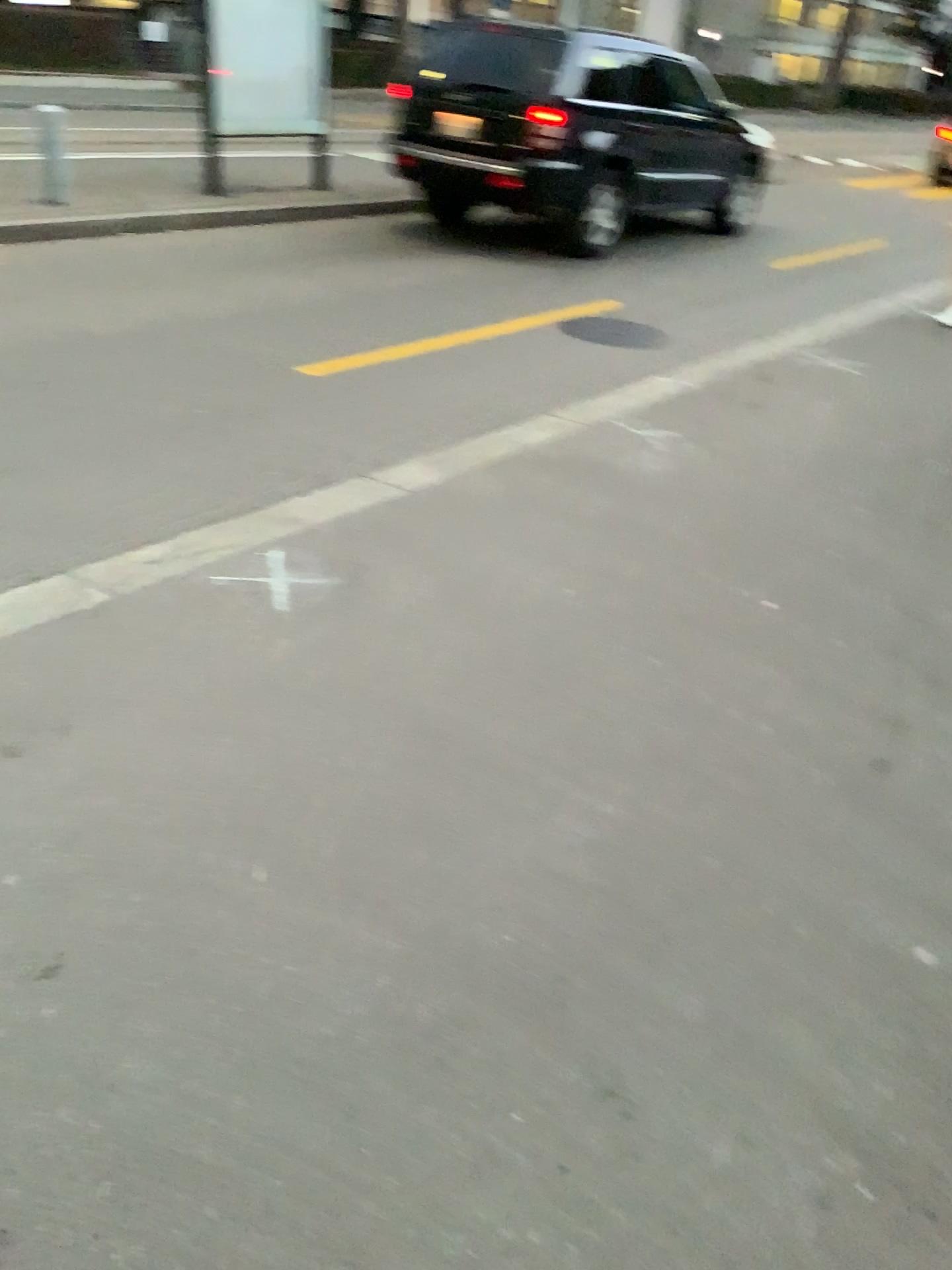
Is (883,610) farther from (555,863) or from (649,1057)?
(649,1057)
